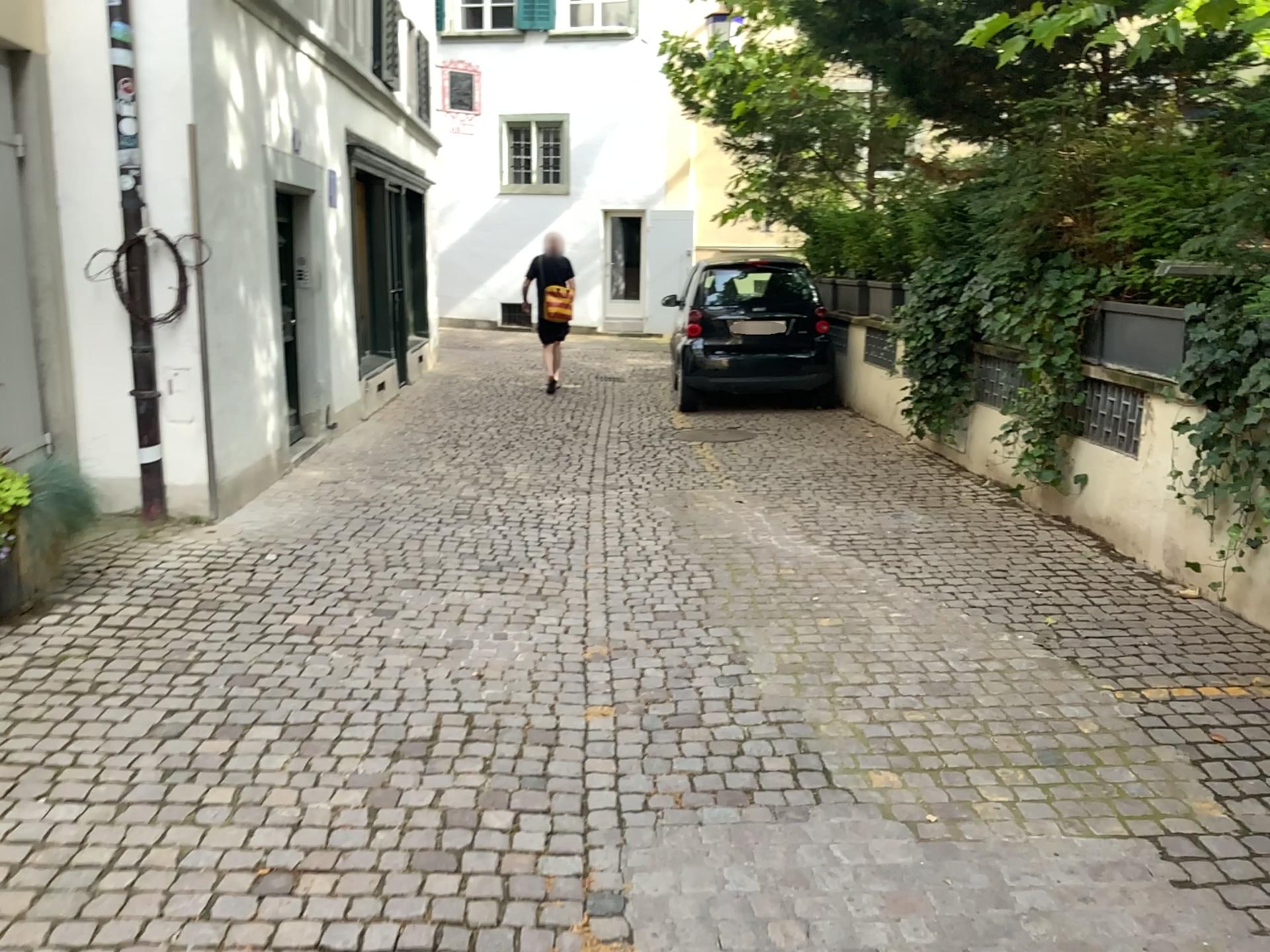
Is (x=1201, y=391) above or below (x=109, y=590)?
above
